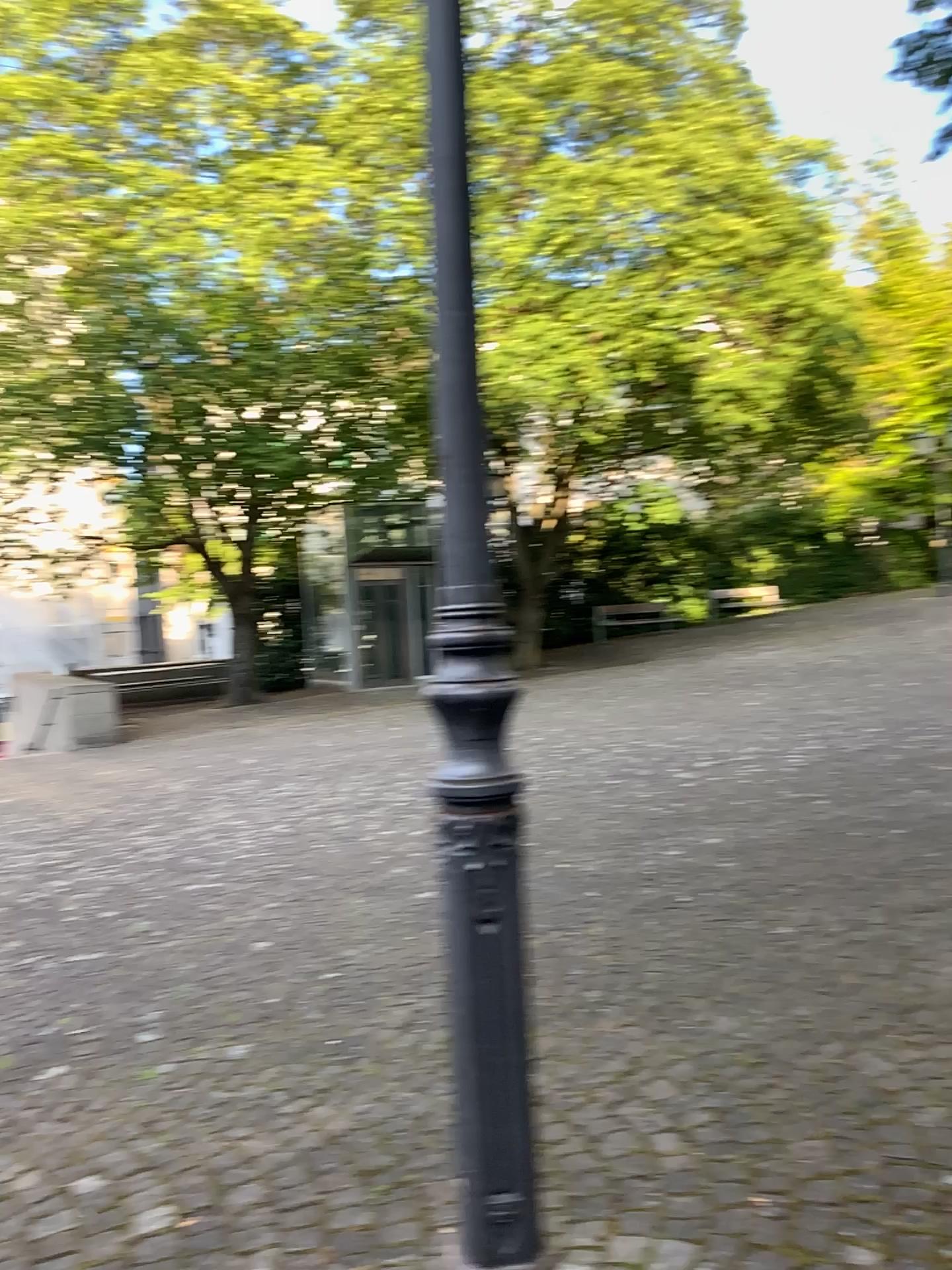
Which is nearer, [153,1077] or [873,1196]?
[873,1196]
